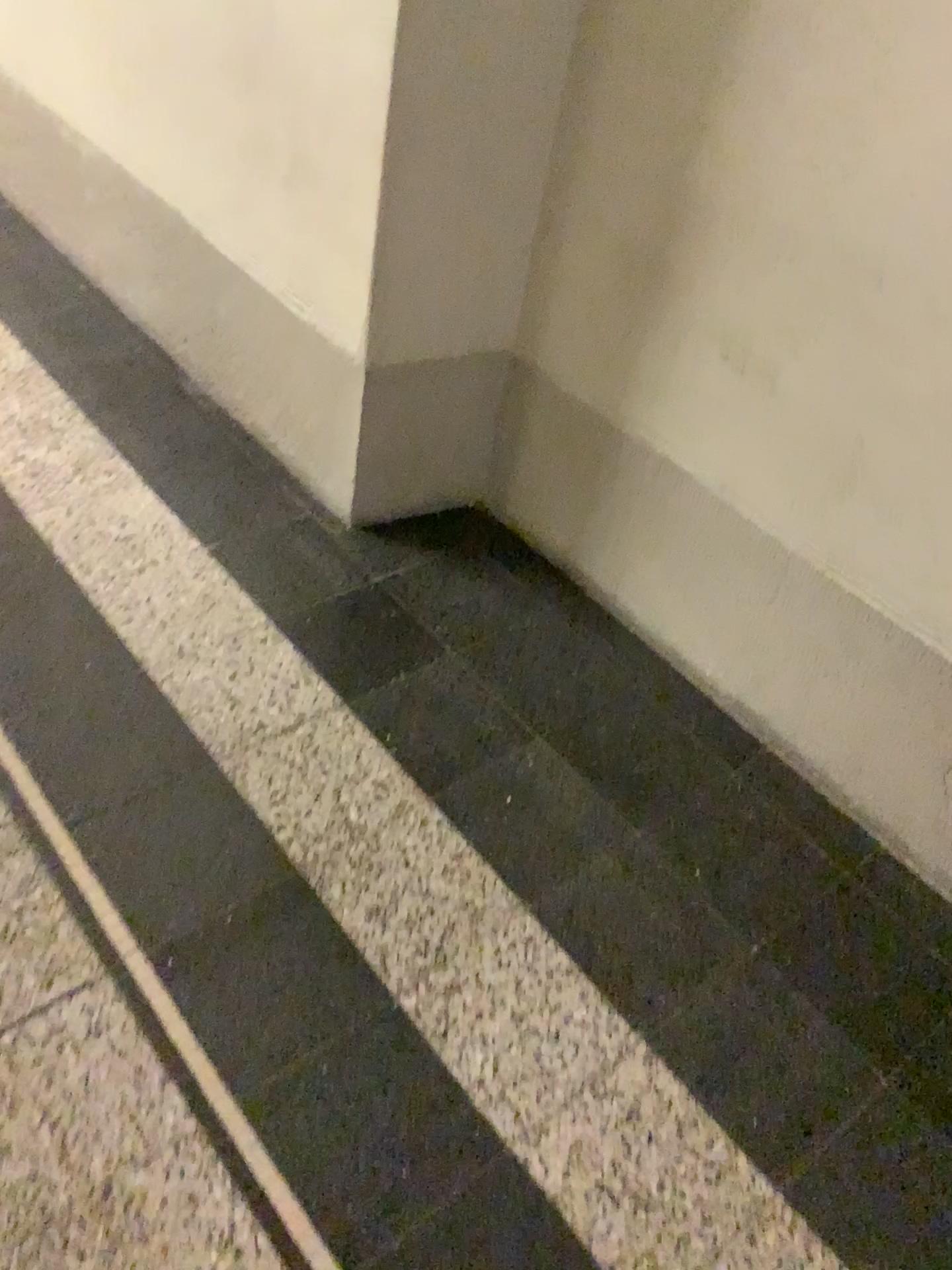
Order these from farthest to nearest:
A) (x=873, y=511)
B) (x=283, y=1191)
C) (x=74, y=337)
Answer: (x=74, y=337), (x=873, y=511), (x=283, y=1191)
